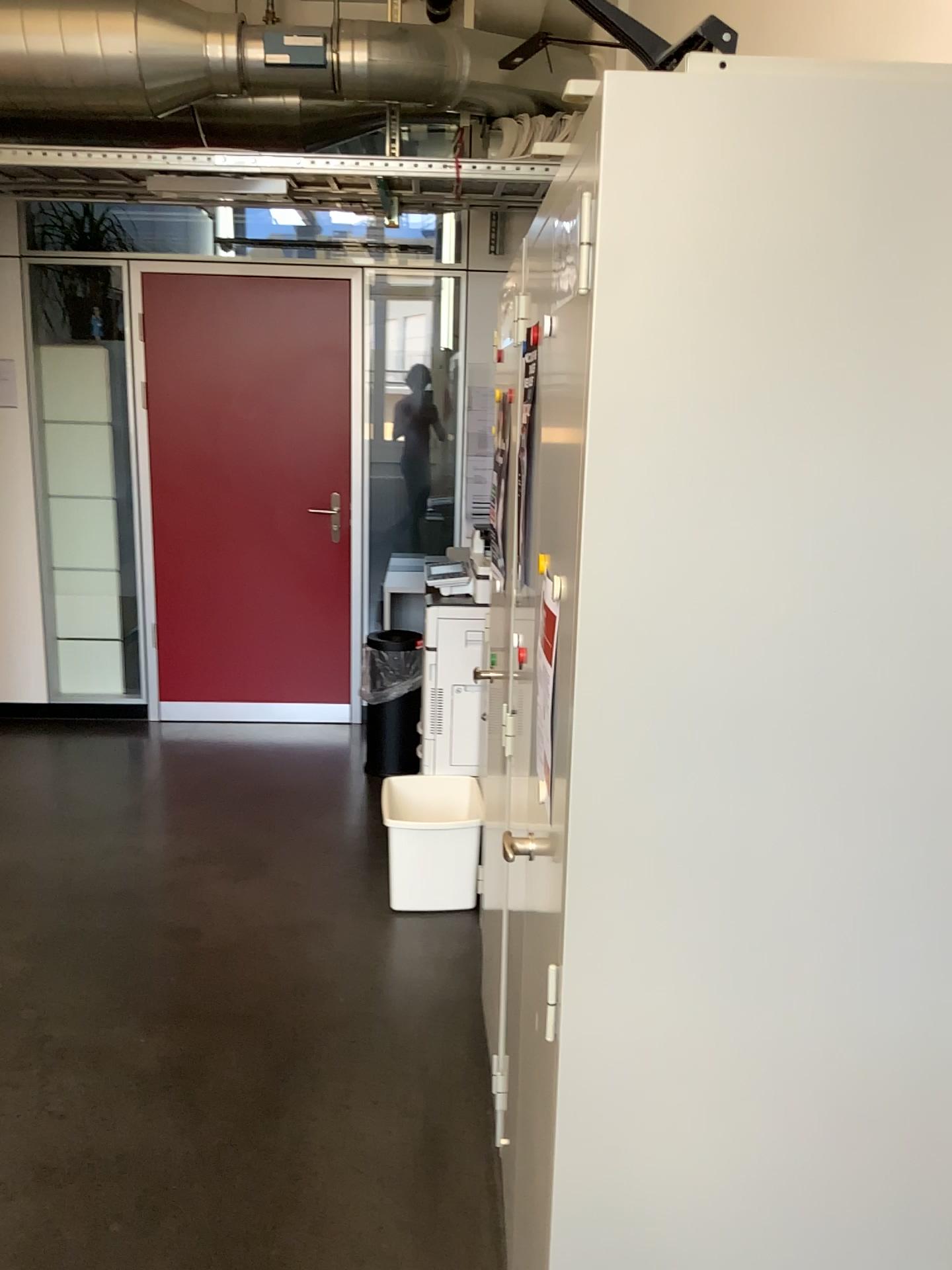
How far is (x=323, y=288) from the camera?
4.8 meters

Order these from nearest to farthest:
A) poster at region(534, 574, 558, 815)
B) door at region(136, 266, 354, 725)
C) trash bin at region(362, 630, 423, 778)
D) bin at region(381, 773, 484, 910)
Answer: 1. poster at region(534, 574, 558, 815)
2. bin at region(381, 773, 484, 910)
3. trash bin at region(362, 630, 423, 778)
4. door at region(136, 266, 354, 725)

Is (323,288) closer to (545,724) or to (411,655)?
(411,655)

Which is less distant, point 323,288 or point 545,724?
point 545,724

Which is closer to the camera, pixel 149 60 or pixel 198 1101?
pixel 198 1101

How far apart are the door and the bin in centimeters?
182cm

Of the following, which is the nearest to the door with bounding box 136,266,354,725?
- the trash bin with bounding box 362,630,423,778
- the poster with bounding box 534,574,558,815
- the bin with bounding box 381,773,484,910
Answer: the trash bin with bounding box 362,630,423,778

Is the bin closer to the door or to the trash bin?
the trash bin

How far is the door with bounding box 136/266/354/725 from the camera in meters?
4.8

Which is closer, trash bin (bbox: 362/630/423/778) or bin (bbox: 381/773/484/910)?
bin (bbox: 381/773/484/910)
